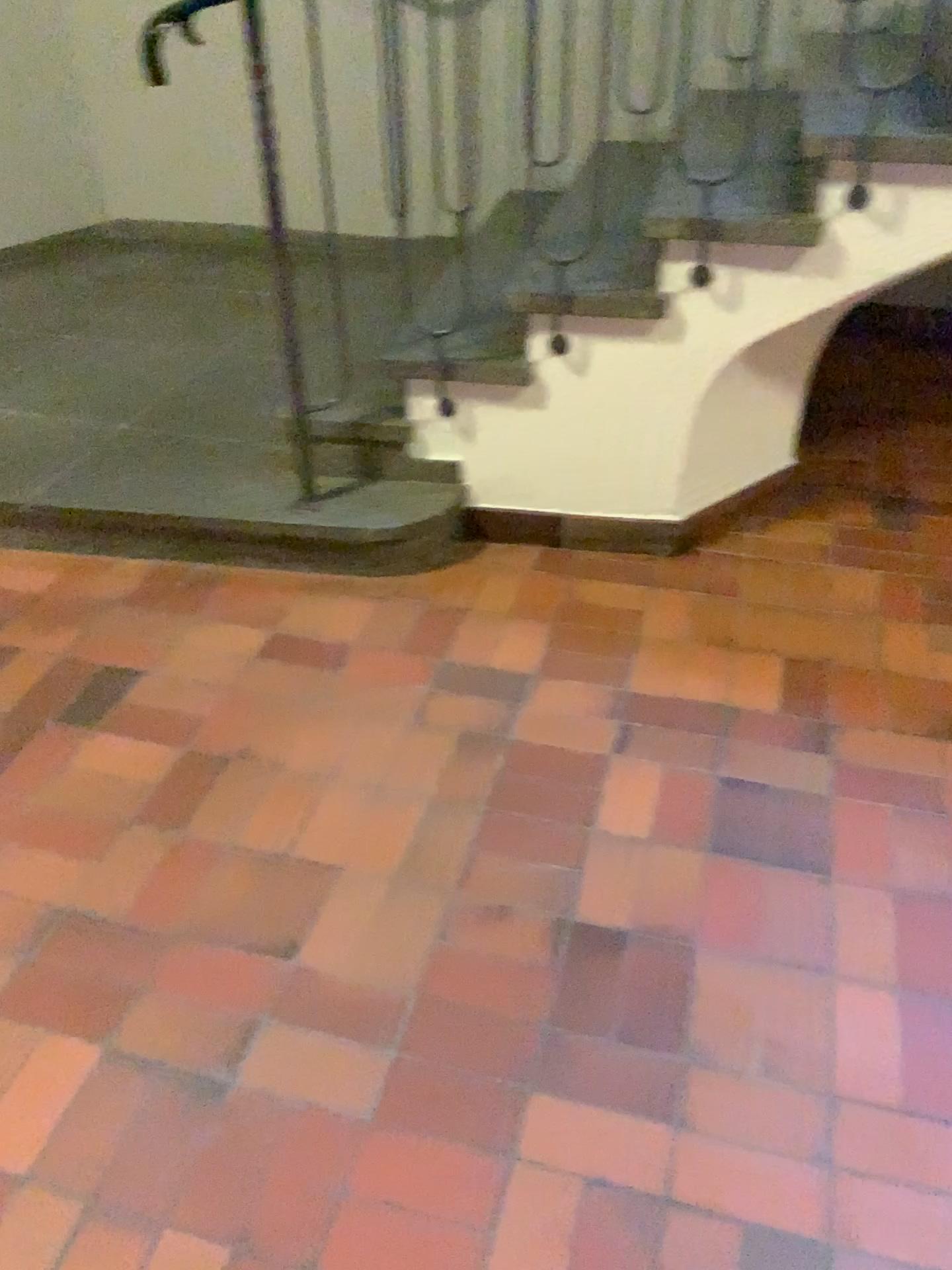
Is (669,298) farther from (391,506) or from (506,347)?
(391,506)

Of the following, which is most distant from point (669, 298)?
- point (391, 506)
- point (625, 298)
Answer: point (391, 506)

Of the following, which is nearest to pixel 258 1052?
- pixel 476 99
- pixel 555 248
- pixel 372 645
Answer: pixel 372 645

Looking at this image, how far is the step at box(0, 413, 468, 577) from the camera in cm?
253

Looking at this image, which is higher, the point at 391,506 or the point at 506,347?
the point at 506,347

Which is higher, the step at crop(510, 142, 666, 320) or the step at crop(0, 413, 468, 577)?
the step at crop(510, 142, 666, 320)
